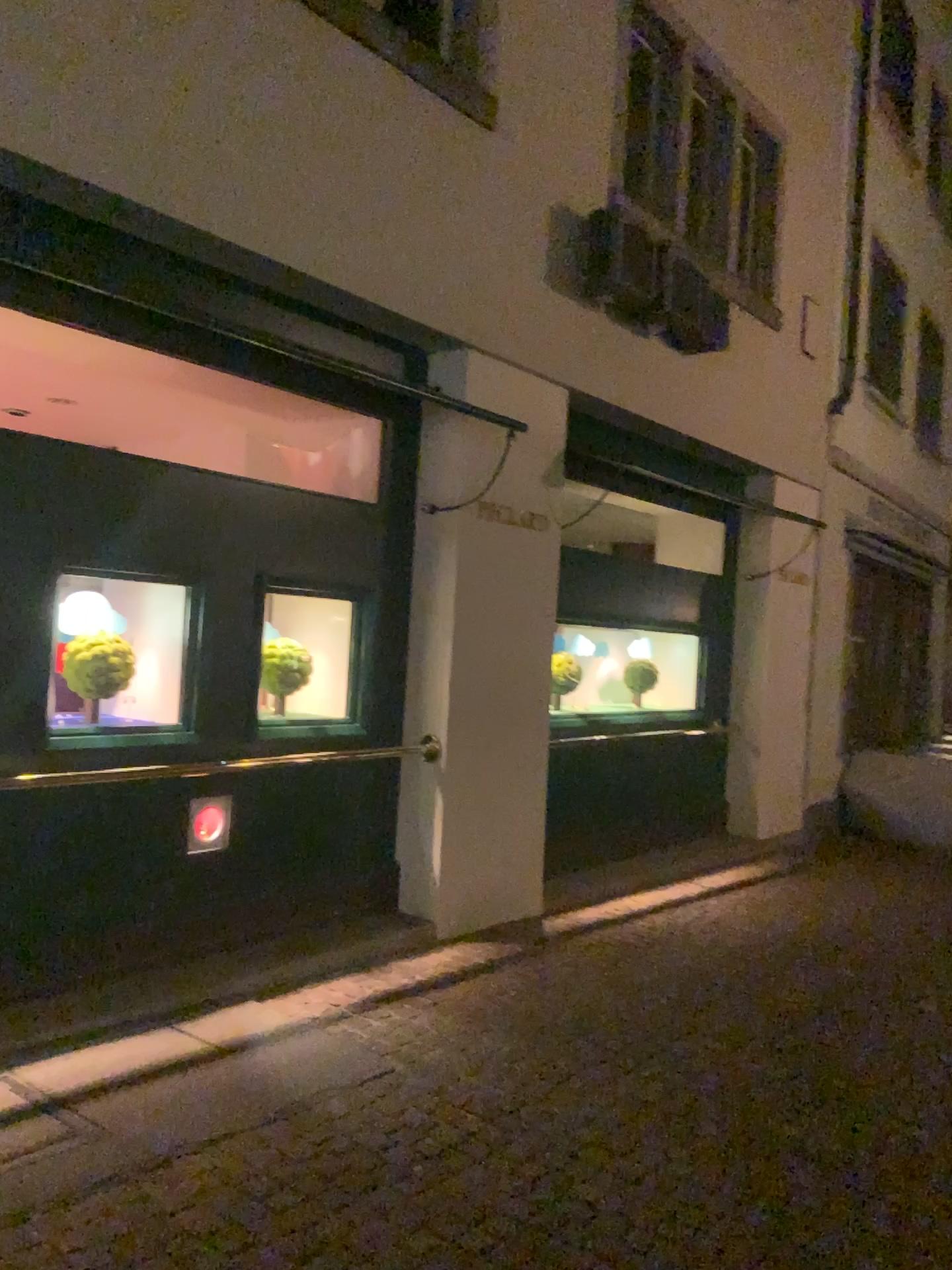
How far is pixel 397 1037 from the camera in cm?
416

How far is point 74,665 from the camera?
4.41m

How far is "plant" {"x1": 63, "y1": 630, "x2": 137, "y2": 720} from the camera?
4.4m
